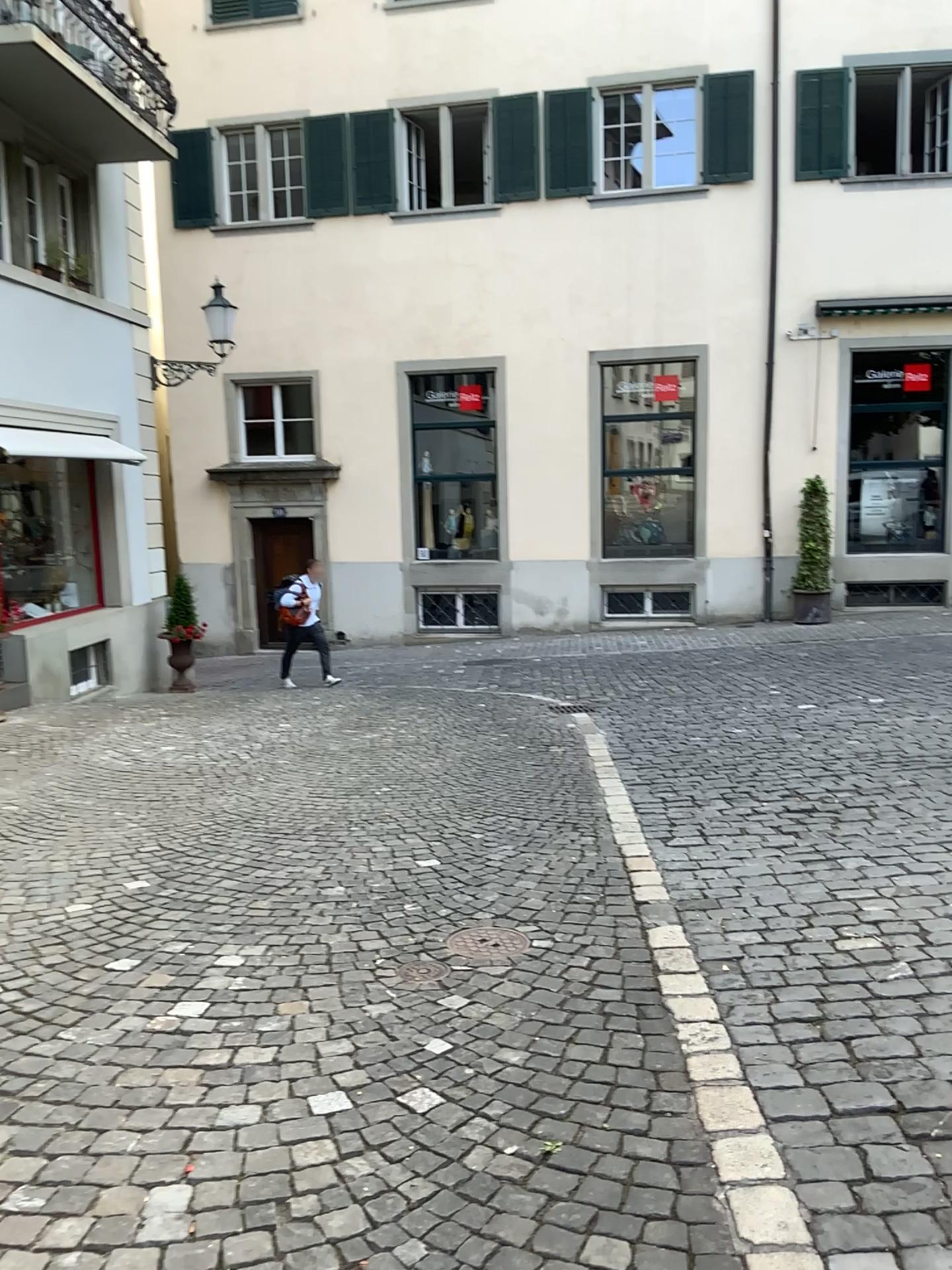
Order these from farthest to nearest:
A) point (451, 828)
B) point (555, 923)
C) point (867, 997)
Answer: point (451, 828)
point (555, 923)
point (867, 997)
